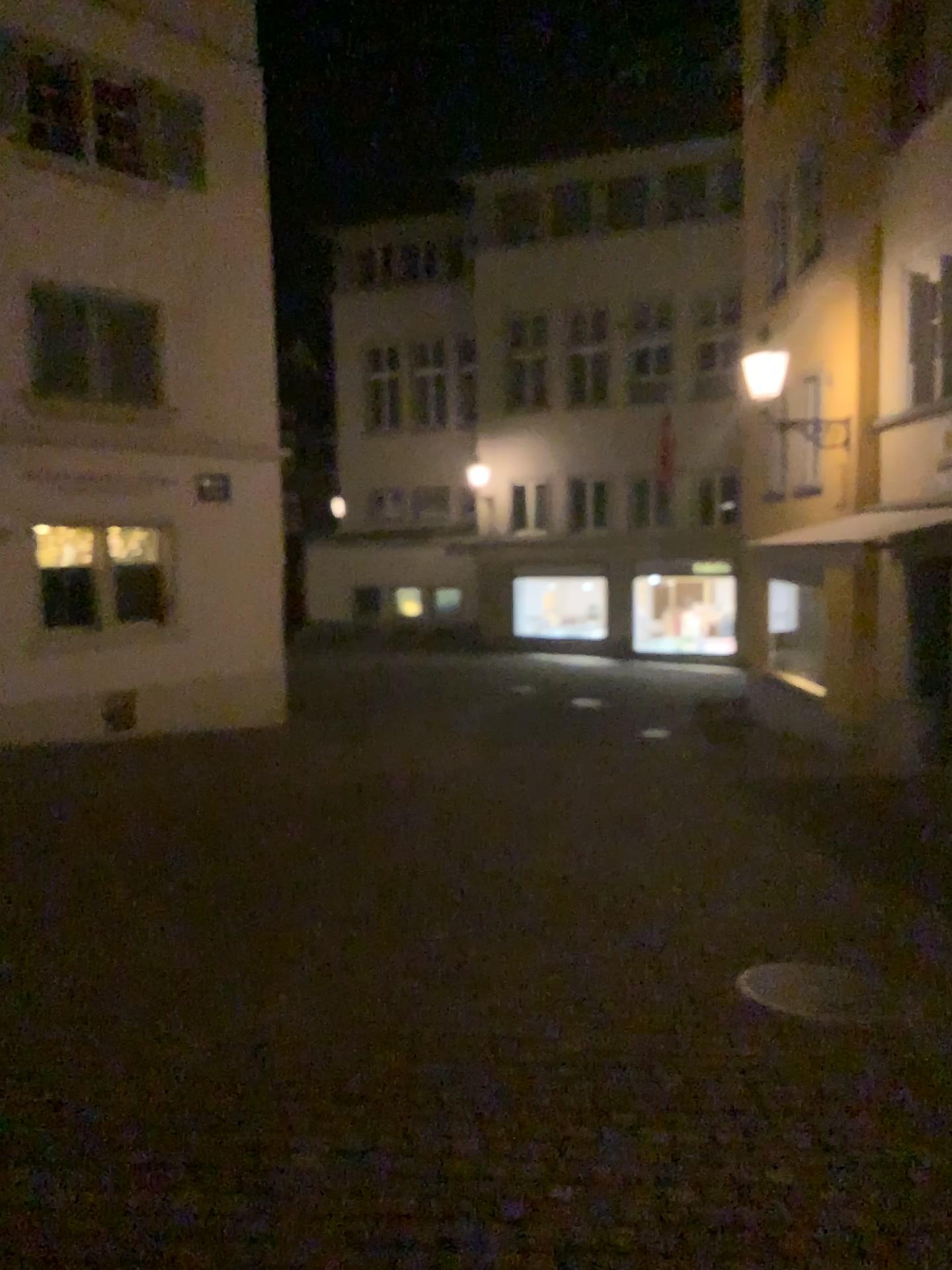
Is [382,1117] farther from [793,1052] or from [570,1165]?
[793,1052]
